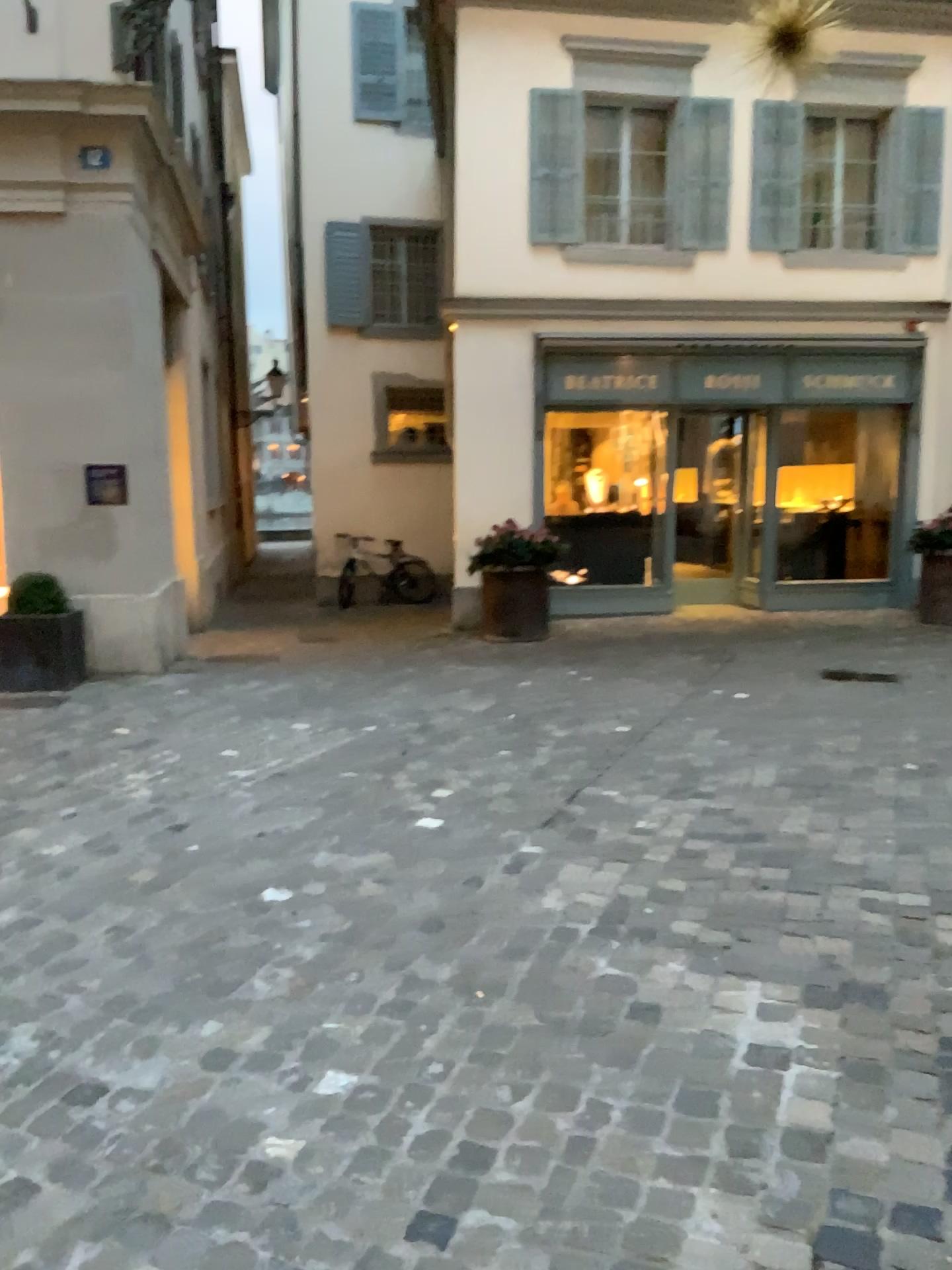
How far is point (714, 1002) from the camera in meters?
2.7 m
